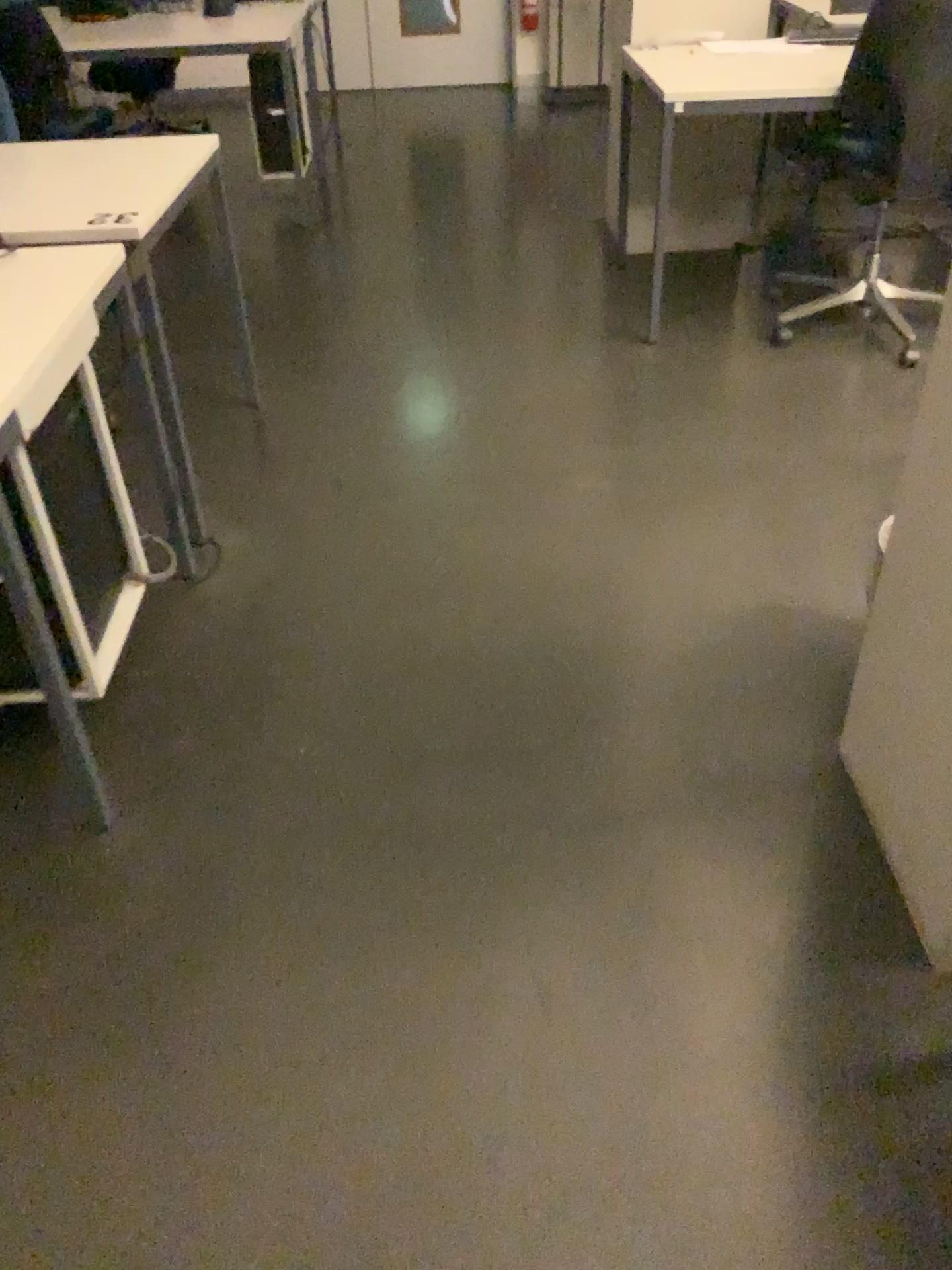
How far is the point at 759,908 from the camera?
1.62m

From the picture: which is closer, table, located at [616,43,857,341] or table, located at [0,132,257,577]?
table, located at [0,132,257,577]

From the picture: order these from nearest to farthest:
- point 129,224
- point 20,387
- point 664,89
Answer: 1. point 20,387
2. point 129,224
3. point 664,89

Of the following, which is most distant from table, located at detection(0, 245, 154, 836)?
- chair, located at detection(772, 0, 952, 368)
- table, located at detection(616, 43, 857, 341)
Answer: chair, located at detection(772, 0, 952, 368)

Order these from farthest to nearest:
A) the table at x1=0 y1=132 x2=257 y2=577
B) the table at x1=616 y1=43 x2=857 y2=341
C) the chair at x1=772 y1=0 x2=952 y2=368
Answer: the table at x1=616 y1=43 x2=857 y2=341, the chair at x1=772 y1=0 x2=952 y2=368, the table at x1=0 y1=132 x2=257 y2=577

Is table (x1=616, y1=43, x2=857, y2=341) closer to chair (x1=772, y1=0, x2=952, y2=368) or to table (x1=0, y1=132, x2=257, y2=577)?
chair (x1=772, y1=0, x2=952, y2=368)

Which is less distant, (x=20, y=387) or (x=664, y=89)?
(x=20, y=387)

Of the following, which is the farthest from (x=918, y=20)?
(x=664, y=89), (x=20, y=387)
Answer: (x=20, y=387)

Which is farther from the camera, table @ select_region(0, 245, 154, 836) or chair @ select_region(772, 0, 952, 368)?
chair @ select_region(772, 0, 952, 368)

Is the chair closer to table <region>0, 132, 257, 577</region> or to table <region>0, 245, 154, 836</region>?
table <region>0, 132, 257, 577</region>
